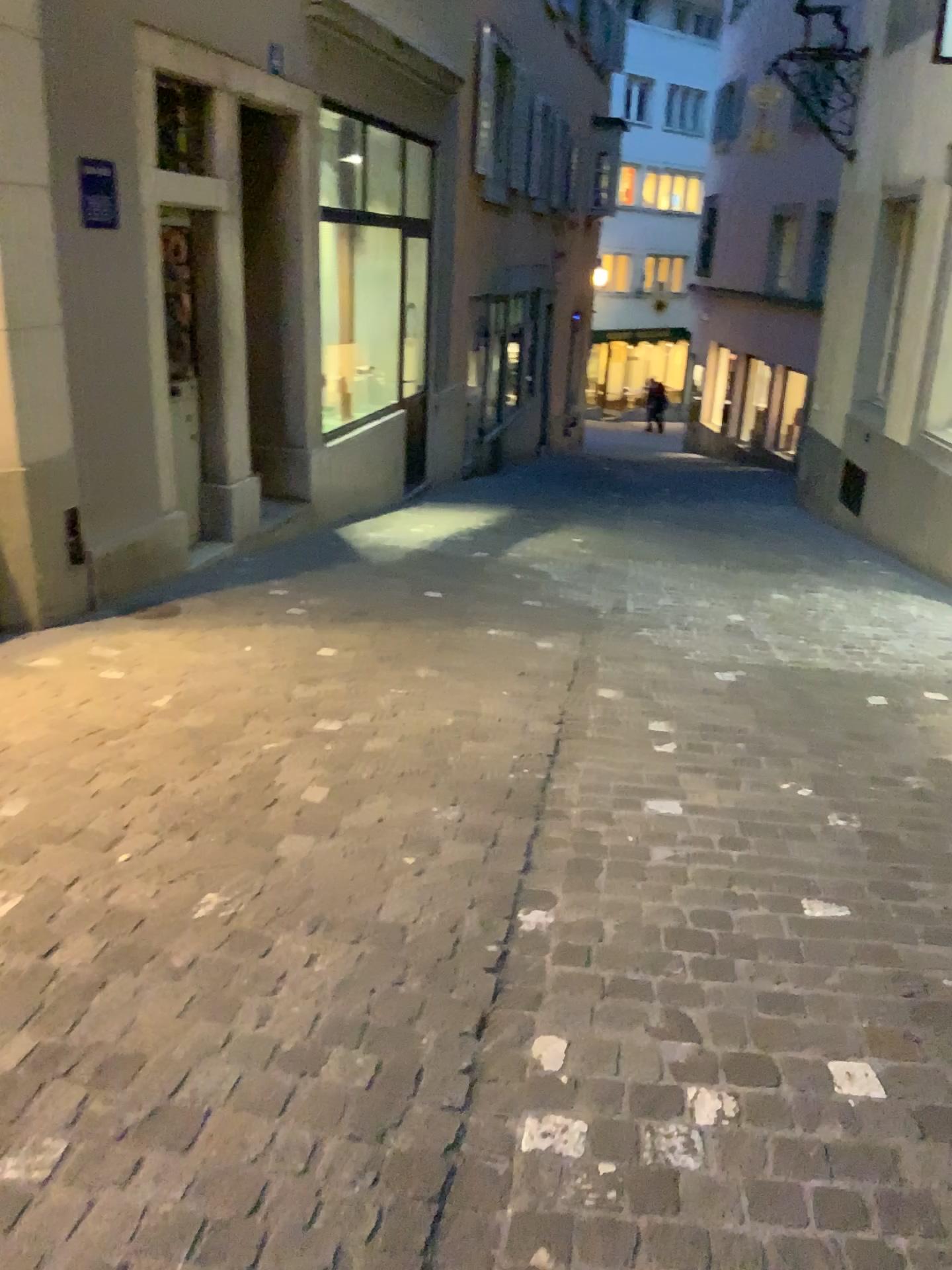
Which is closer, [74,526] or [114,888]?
[114,888]

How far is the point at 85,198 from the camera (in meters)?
4.39

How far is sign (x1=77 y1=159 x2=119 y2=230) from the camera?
4.39m
